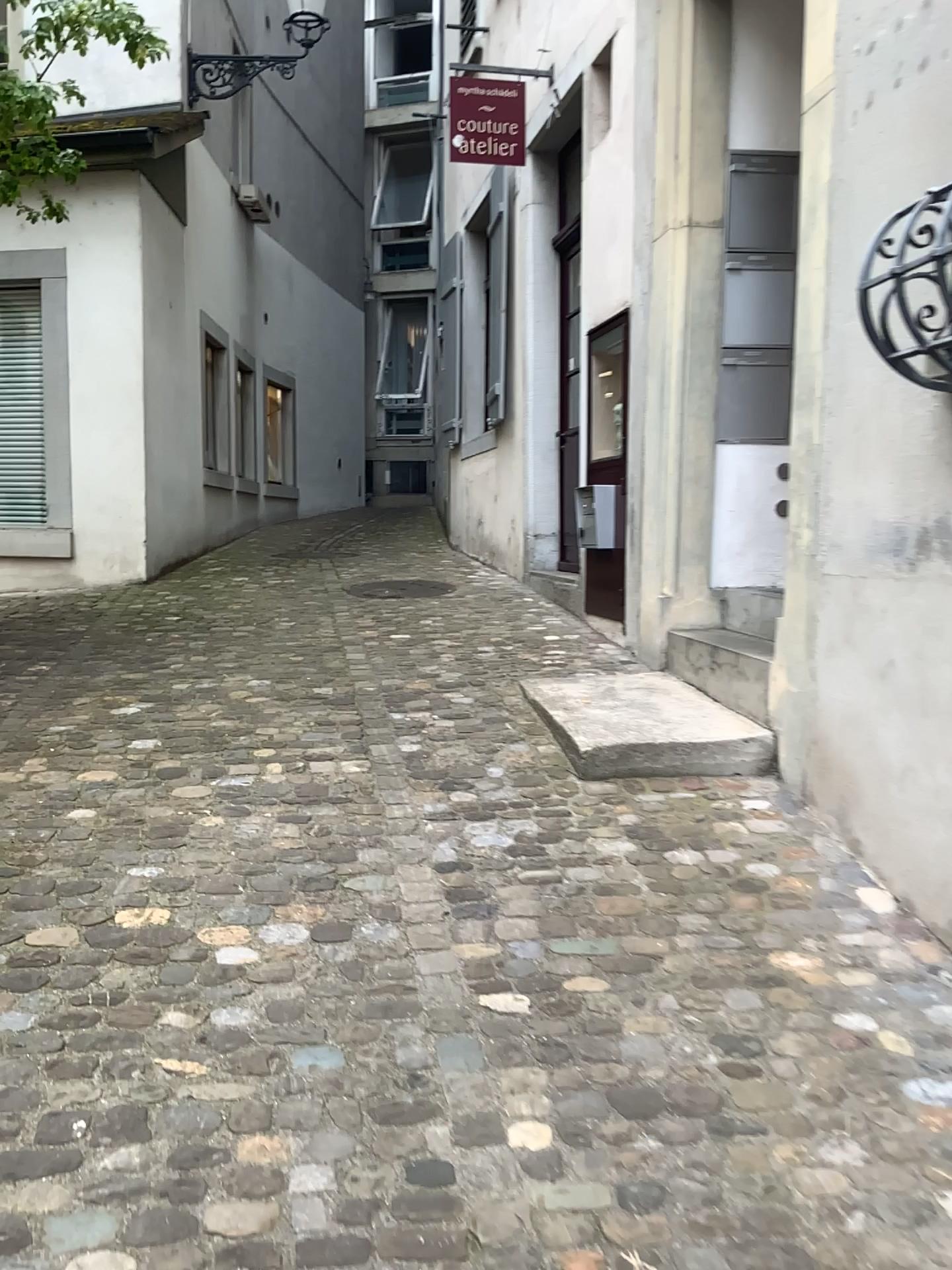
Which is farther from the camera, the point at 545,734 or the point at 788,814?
the point at 545,734
